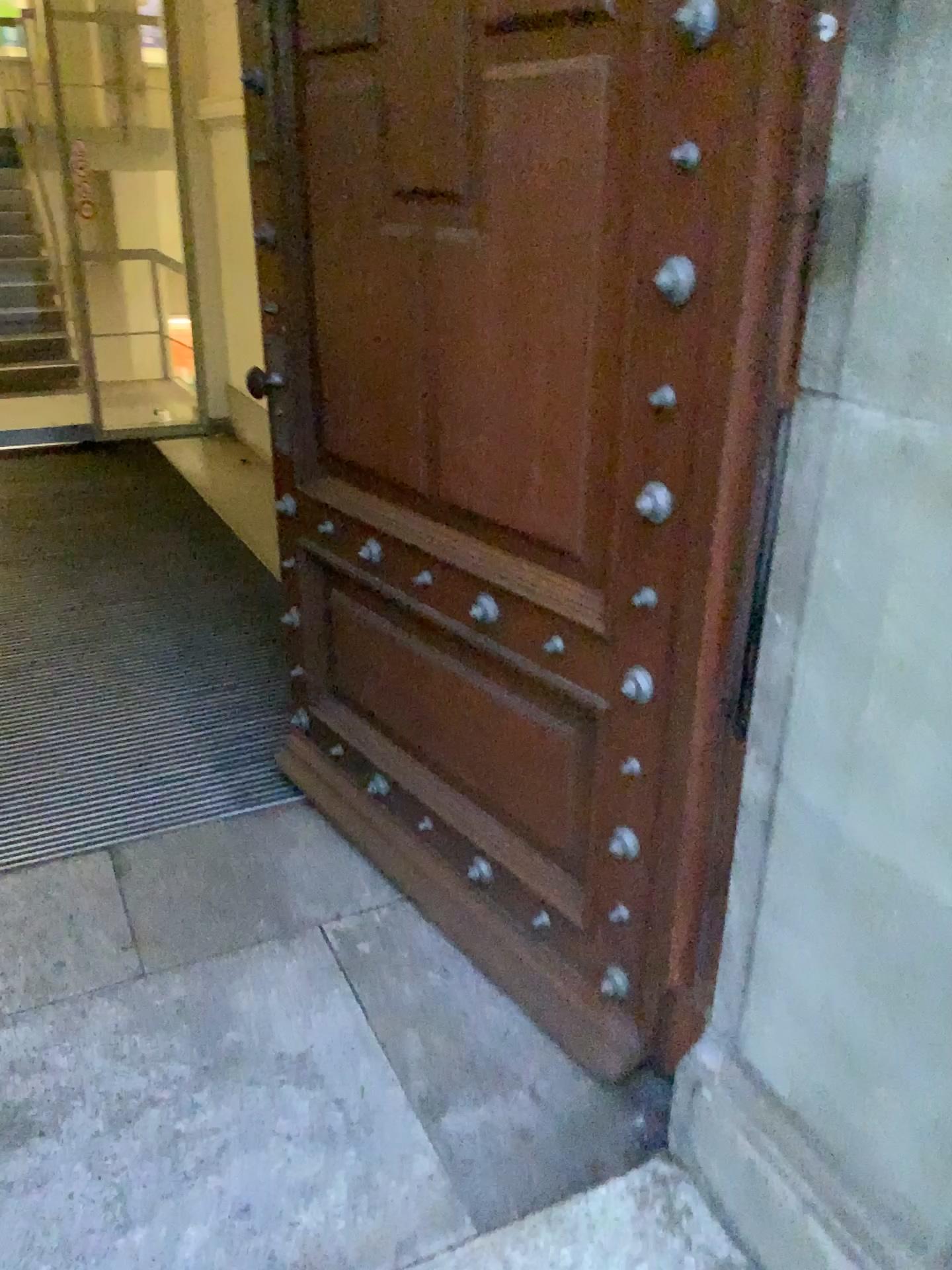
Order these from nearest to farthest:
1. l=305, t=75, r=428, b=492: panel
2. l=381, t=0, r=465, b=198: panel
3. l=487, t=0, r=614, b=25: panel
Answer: l=487, t=0, r=614, b=25: panel, l=381, t=0, r=465, b=198: panel, l=305, t=75, r=428, b=492: panel

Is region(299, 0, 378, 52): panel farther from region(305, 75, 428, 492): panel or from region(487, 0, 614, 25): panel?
region(487, 0, 614, 25): panel

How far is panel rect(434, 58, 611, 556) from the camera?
1.5m

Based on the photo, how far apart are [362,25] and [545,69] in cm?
53

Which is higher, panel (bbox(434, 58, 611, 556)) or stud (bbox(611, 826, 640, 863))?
panel (bbox(434, 58, 611, 556))

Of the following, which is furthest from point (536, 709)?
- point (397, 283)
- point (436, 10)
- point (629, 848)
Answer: point (436, 10)

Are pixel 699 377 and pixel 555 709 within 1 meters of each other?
yes

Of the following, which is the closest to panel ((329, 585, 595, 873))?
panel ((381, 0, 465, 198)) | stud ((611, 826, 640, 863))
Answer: stud ((611, 826, 640, 863))

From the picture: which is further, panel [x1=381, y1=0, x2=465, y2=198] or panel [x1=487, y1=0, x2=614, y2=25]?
panel [x1=381, y1=0, x2=465, y2=198]

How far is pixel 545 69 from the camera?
1.5m
